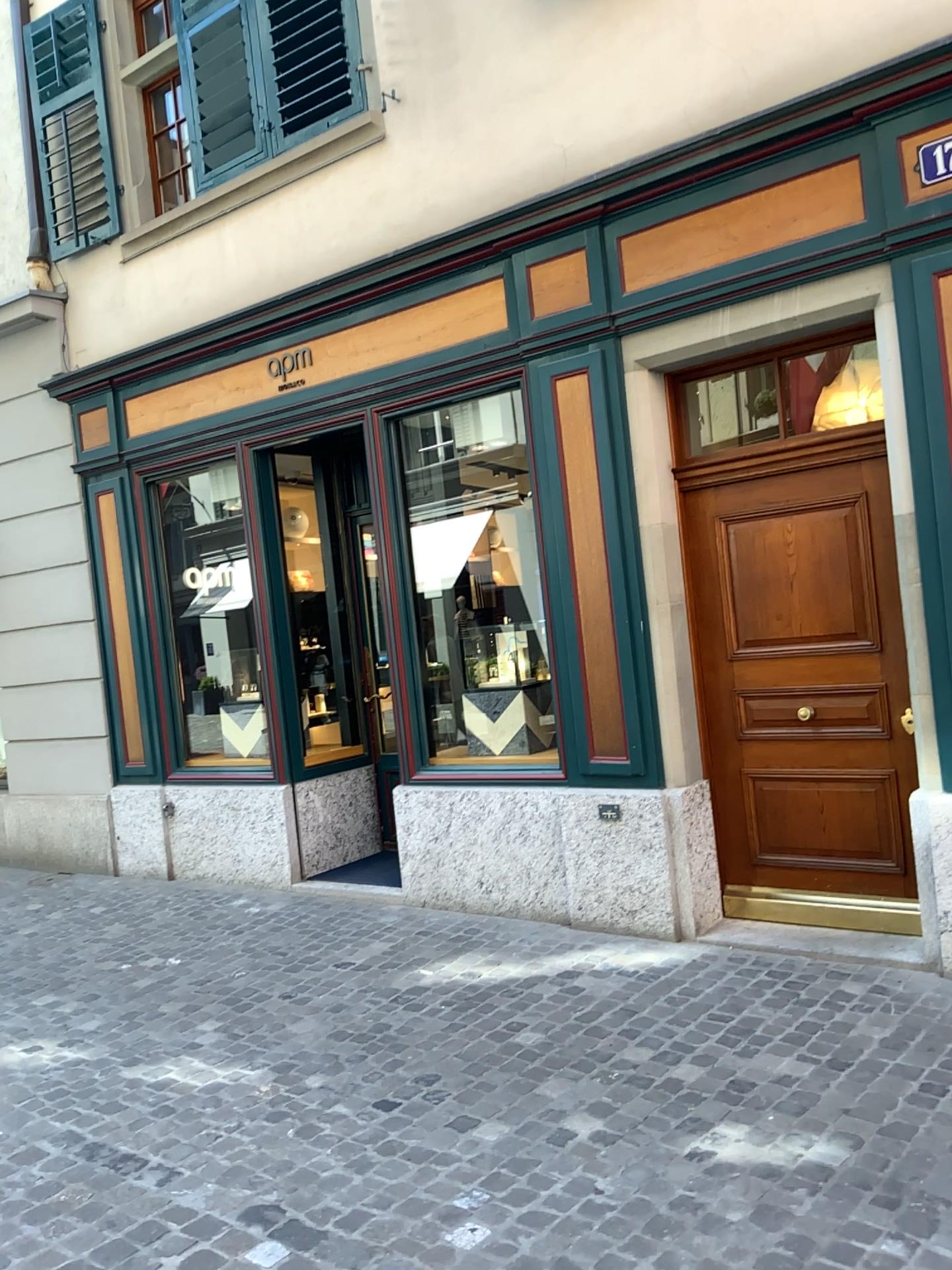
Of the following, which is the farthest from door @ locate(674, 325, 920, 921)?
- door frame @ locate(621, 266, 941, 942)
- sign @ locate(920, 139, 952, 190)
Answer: sign @ locate(920, 139, 952, 190)

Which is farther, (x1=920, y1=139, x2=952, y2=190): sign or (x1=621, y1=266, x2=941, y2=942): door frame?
(x1=621, y1=266, x2=941, y2=942): door frame

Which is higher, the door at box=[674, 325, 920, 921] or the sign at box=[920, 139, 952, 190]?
the sign at box=[920, 139, 952, 190]

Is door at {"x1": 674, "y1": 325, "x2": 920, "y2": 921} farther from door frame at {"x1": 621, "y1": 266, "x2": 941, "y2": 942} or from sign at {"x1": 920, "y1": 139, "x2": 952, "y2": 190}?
sign at {"x1": 920, "y1": 139, "x2": 952, "y2": 190}

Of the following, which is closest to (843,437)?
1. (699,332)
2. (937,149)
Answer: (699,332)

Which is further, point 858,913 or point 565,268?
point 565,268

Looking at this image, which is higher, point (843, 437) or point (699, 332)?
point (699, 332)

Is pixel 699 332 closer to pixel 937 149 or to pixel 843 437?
pixel 843 437

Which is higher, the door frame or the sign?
the sign
